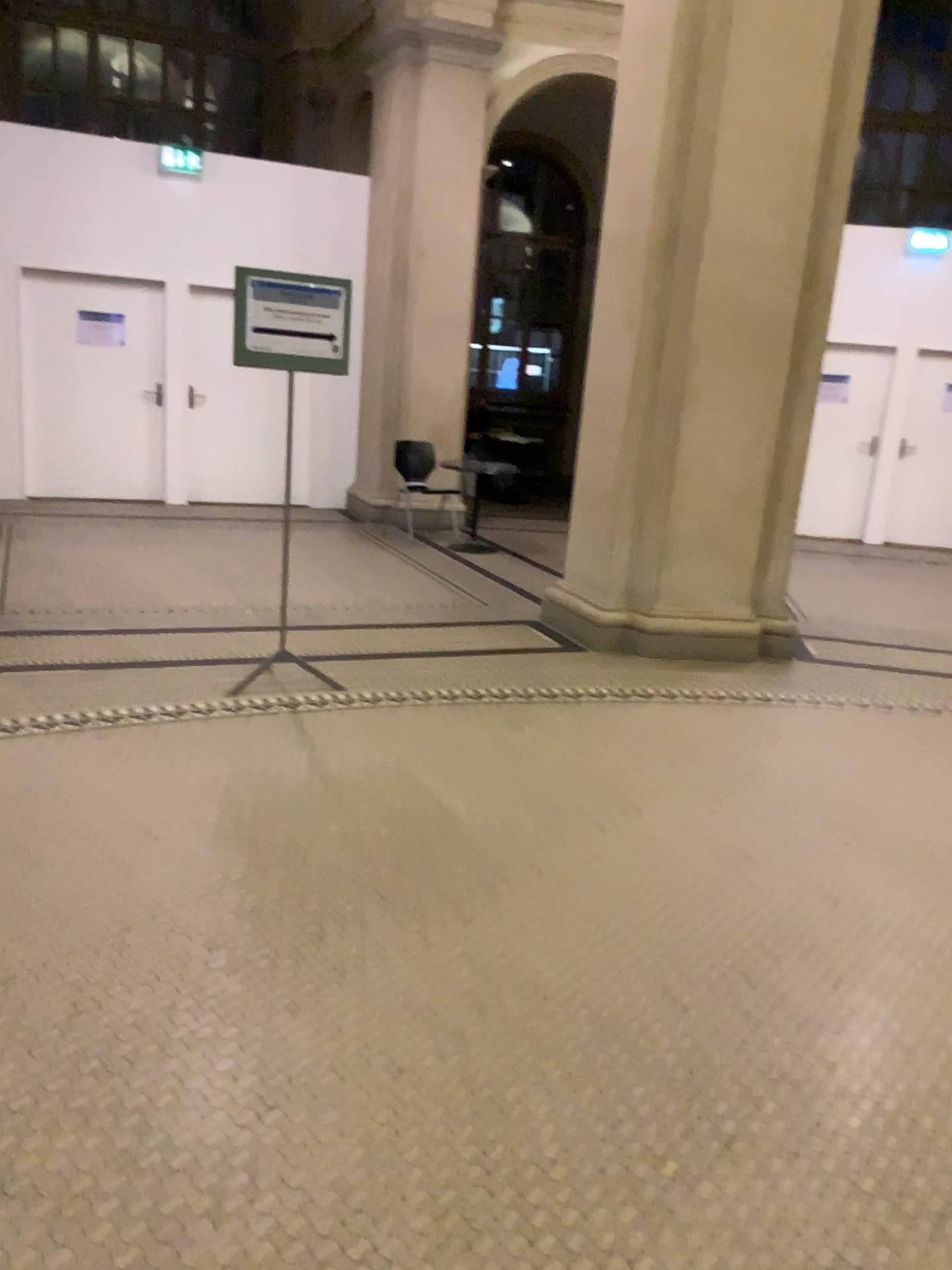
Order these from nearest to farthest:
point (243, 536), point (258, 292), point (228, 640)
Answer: point (258, 292), point (228, 640), point (243, 536)
